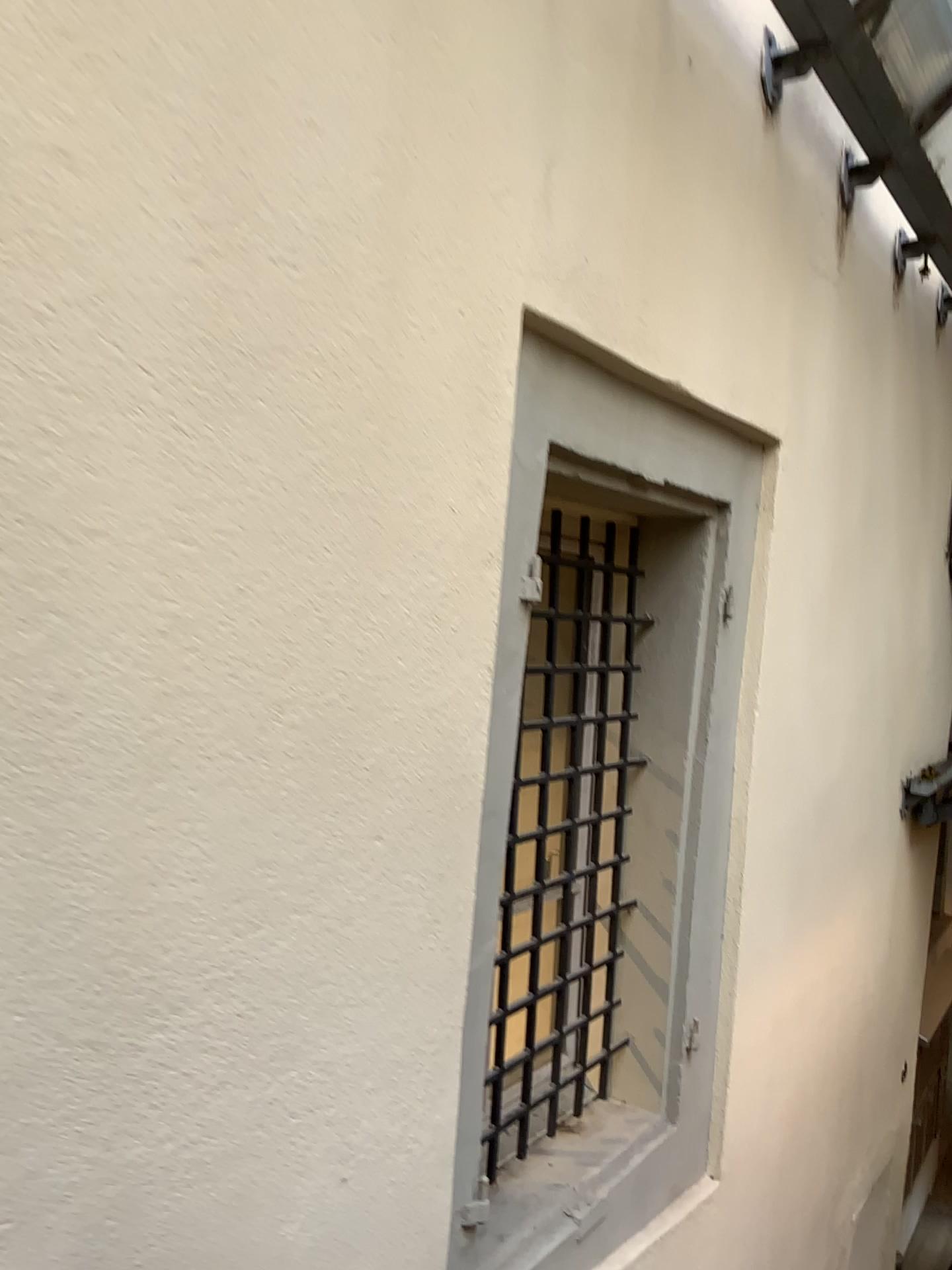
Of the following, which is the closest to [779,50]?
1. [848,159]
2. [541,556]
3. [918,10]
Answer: [918,10]

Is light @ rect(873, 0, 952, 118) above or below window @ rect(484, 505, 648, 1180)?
above

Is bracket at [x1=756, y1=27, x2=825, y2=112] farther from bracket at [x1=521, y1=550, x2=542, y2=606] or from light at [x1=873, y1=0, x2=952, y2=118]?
bracket at [x1=521, y1=550, x2=542, y2=606]

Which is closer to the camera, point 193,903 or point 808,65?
point 193,903

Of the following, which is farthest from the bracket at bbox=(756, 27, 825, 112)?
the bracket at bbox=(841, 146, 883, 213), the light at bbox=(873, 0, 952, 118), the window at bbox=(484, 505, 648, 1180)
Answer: the window at bbox=(484, 505, 648, 1180)

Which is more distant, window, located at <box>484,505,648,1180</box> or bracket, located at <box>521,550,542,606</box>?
window, located at <box>484,505,648,1180</box>

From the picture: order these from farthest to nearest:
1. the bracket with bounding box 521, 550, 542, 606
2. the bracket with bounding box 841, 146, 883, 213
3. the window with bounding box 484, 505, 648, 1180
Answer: the bracket with bounding box 841, 146, 883, 213, the window with bounding box 484, 505, 648, 1180, the bracket with bounding box 521, 550, 542, 606

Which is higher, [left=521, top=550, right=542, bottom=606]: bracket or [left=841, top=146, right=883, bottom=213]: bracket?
[left=841, top=146, right=883, bottom=213]: bracket

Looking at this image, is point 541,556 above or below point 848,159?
below

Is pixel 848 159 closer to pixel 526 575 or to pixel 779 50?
pixel 779 50
